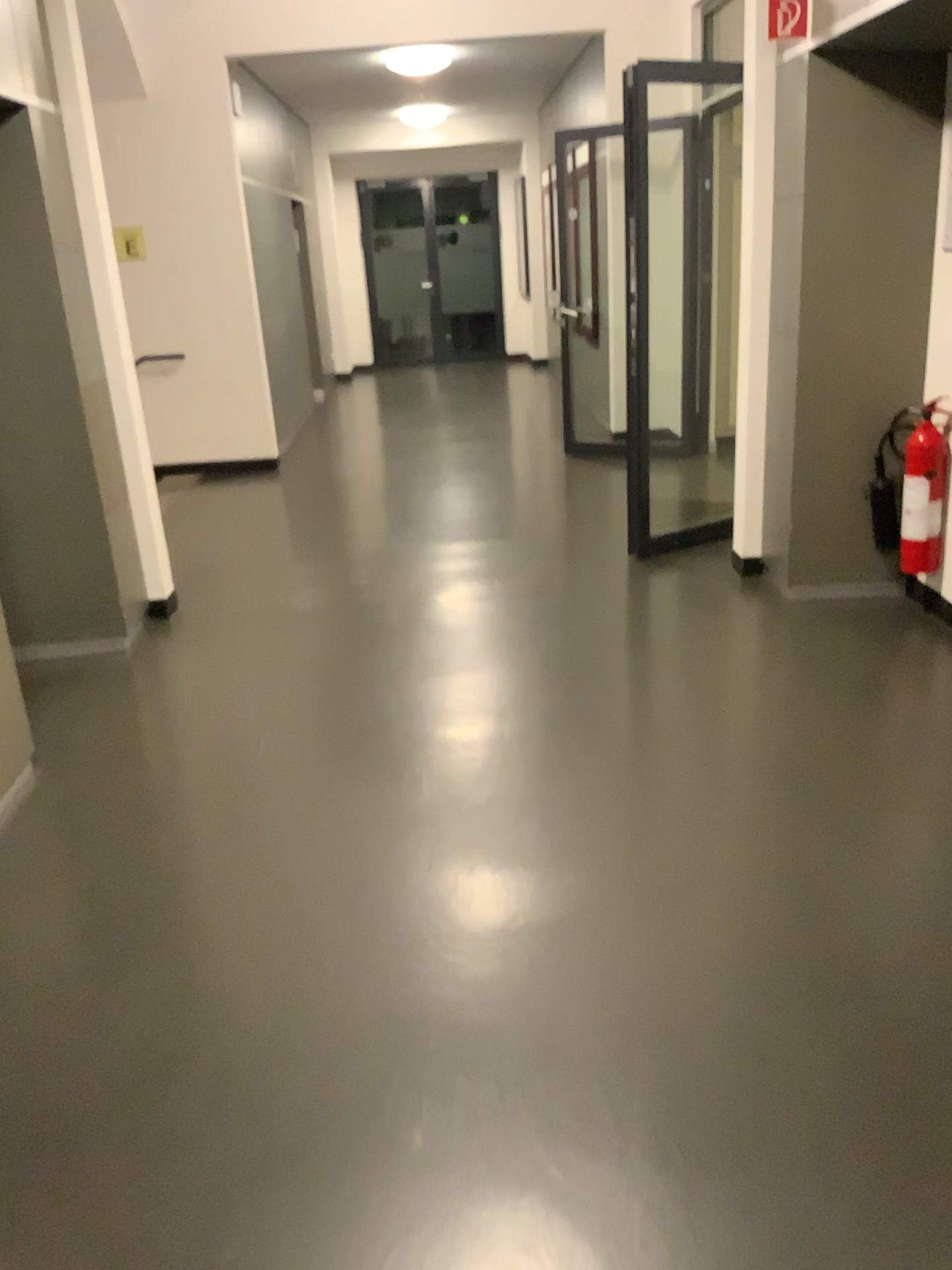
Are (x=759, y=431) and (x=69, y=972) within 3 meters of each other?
no
